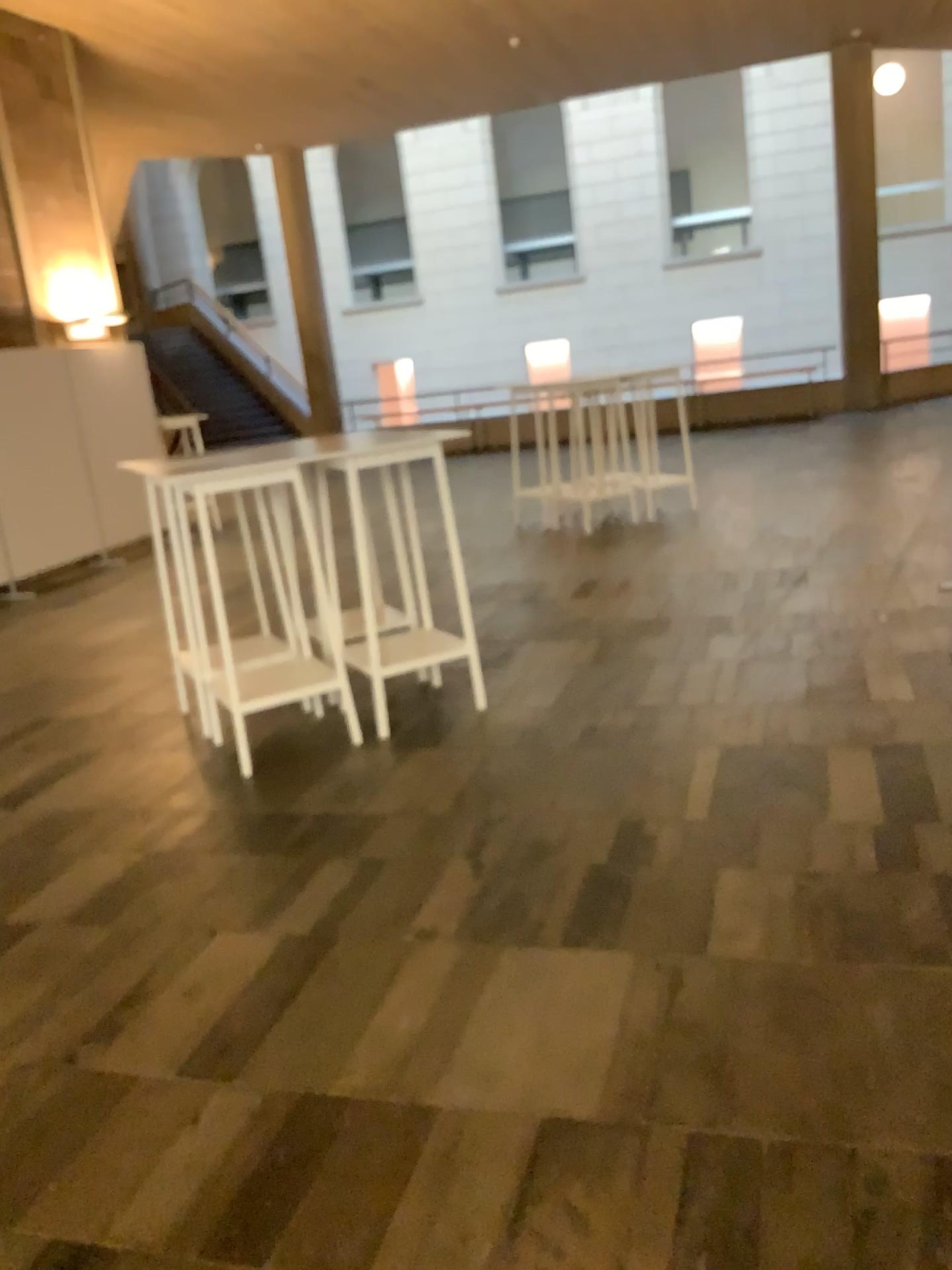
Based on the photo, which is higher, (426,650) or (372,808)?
(426,650)
